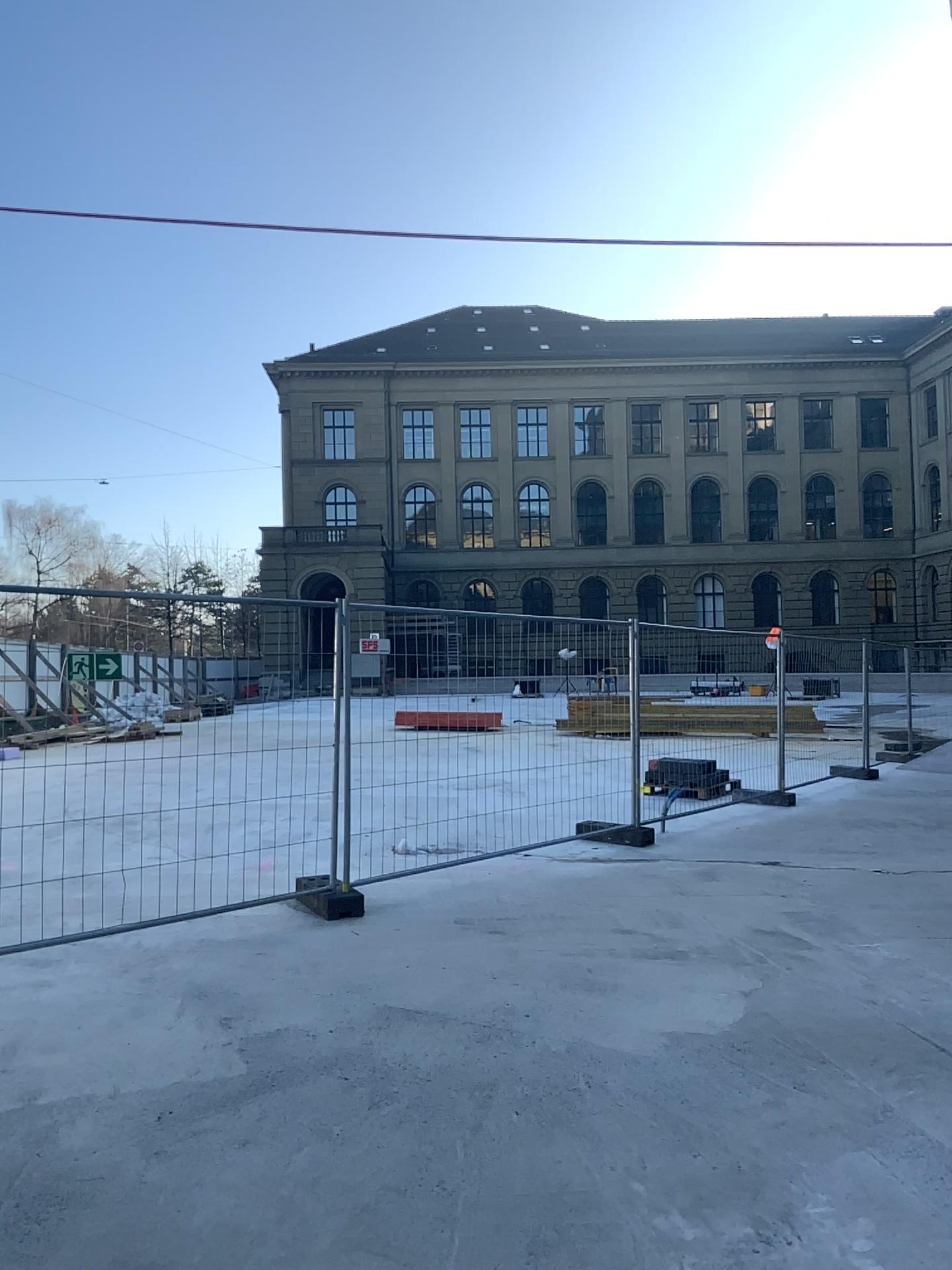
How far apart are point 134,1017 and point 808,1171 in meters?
2.8
